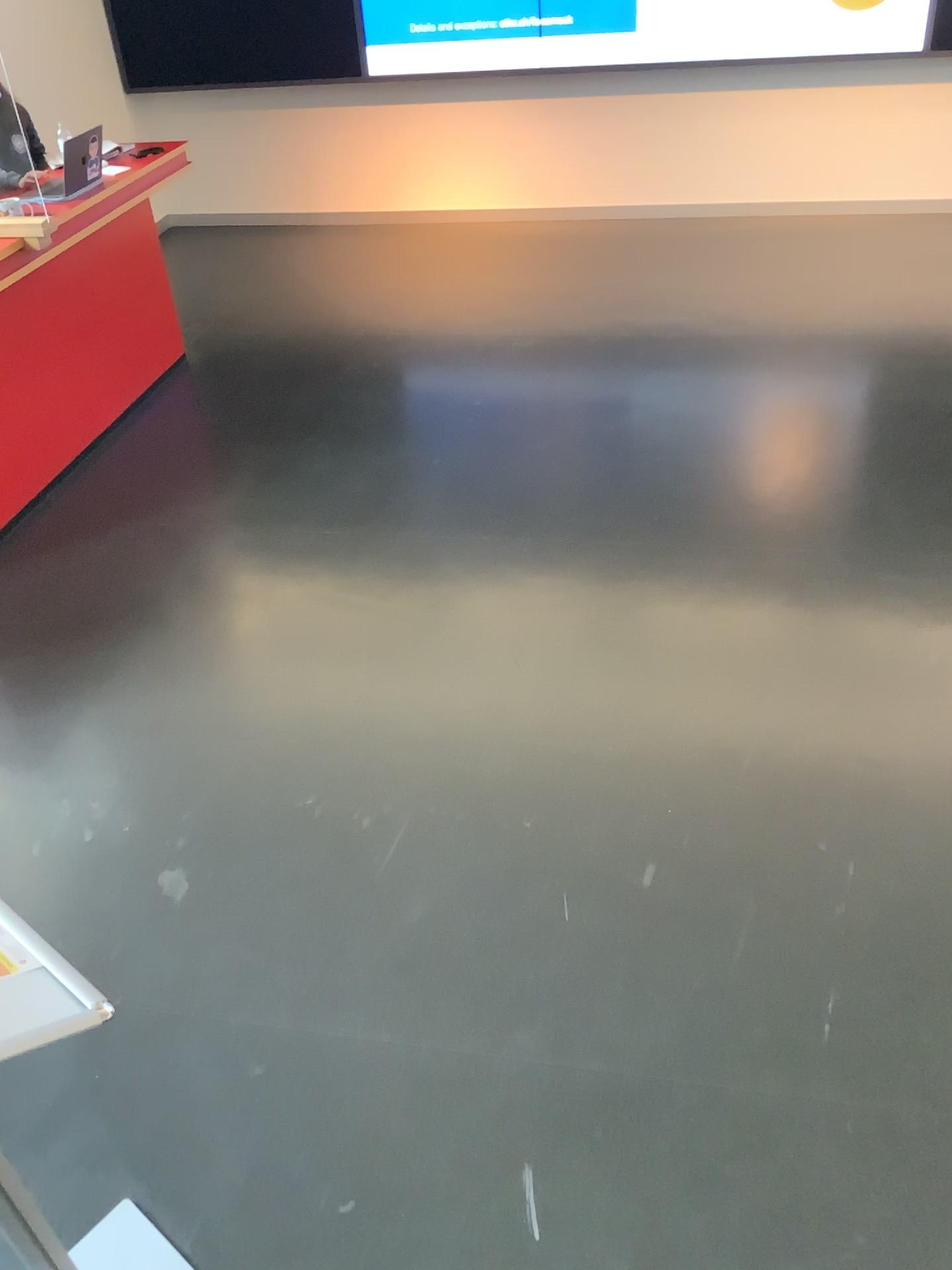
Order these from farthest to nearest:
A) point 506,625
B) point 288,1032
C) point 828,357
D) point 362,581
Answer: point 828,357 < point 362,581 < point 506,625 < point 288,1032

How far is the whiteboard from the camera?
1.1 meters

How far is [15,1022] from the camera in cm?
111
